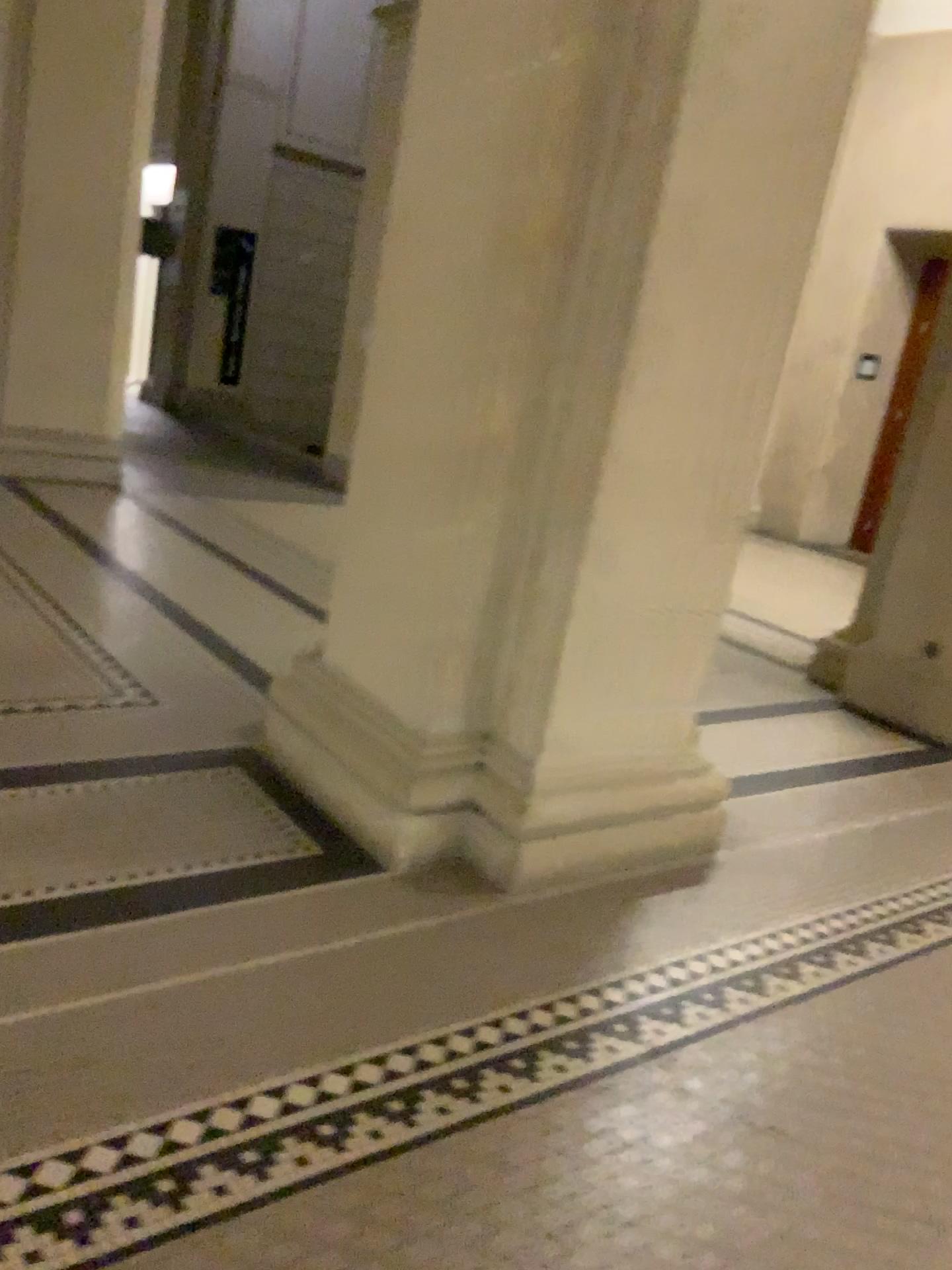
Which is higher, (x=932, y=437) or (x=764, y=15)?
(x=764, y=15)

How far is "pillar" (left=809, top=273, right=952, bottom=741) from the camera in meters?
4.2 m

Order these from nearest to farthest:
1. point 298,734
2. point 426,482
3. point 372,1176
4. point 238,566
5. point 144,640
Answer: point 372,1176, point 426,482, point 298,734, point 144,640, point 238,566

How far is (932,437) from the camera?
4.2m

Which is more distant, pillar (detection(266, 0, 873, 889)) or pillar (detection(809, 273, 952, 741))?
pillar (detection(809, 273, 952, 741))

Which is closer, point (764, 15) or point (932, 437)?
point (764, 15)
